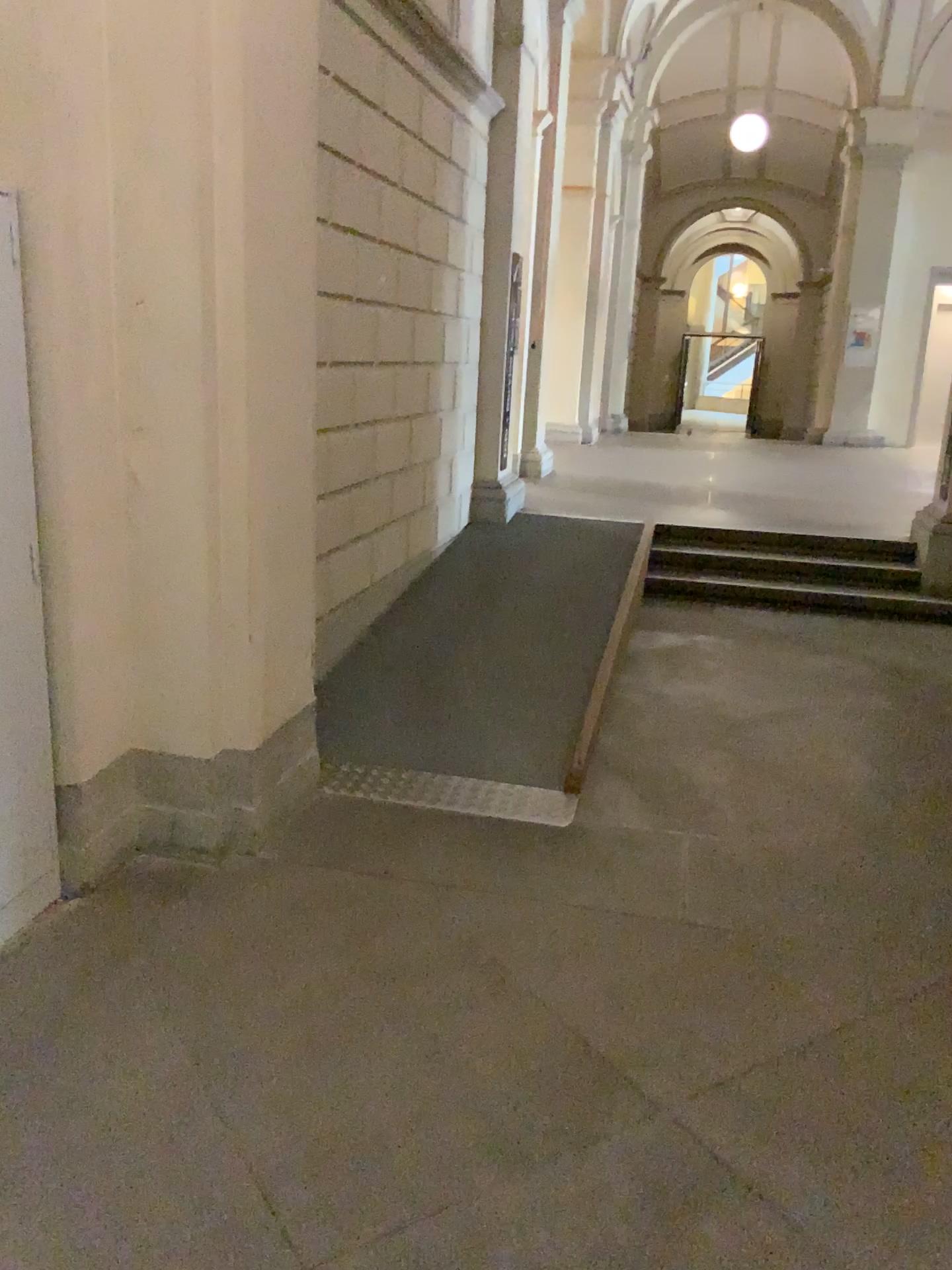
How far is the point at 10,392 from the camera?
2.6 meters

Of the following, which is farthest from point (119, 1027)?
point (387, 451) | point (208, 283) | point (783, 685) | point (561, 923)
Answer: point (783, 685)

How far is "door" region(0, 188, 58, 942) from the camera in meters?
2.6
